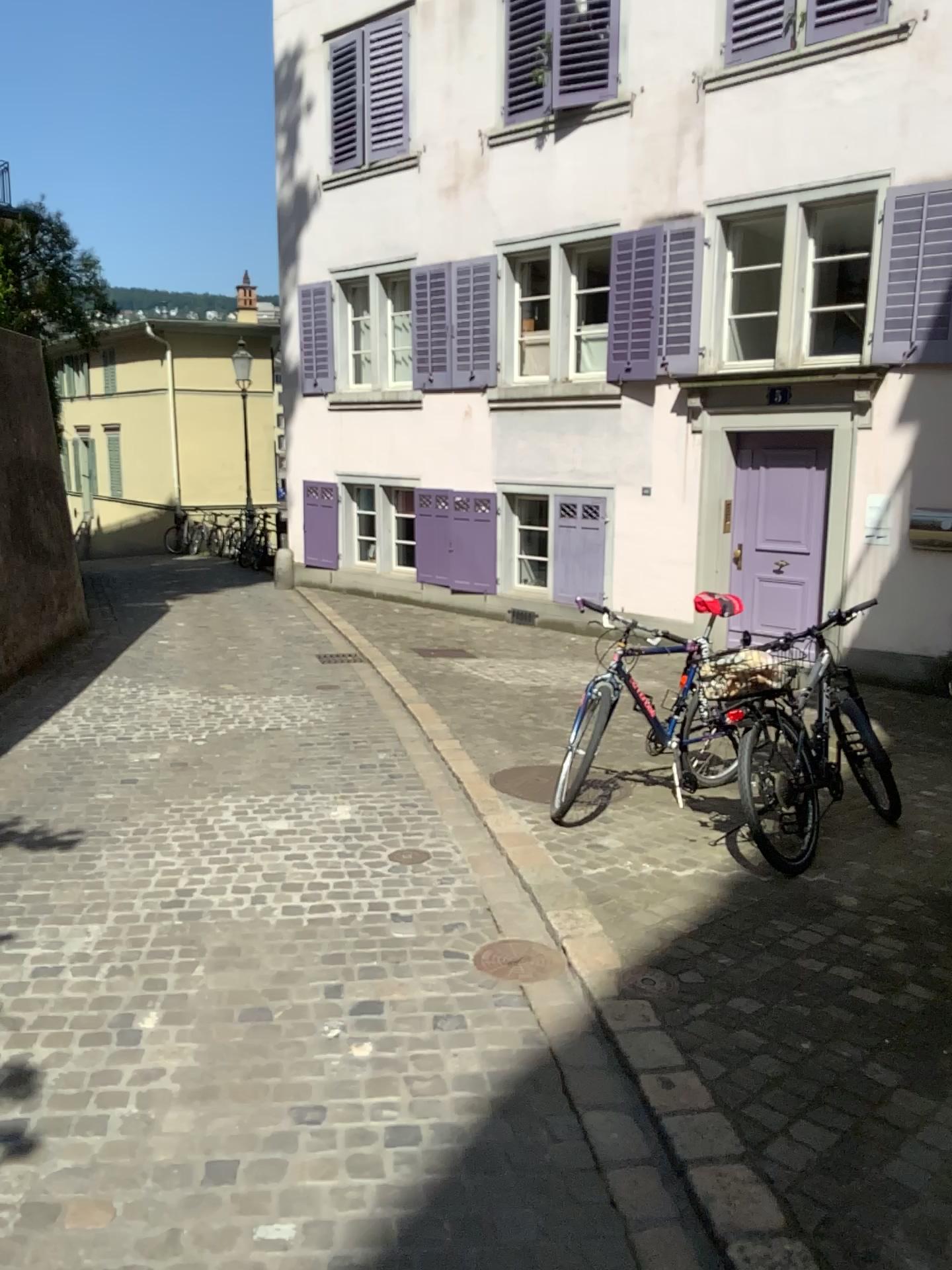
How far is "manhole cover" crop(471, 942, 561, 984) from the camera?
3.3 meters

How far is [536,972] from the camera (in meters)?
3.32

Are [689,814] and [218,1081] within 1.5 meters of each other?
no
